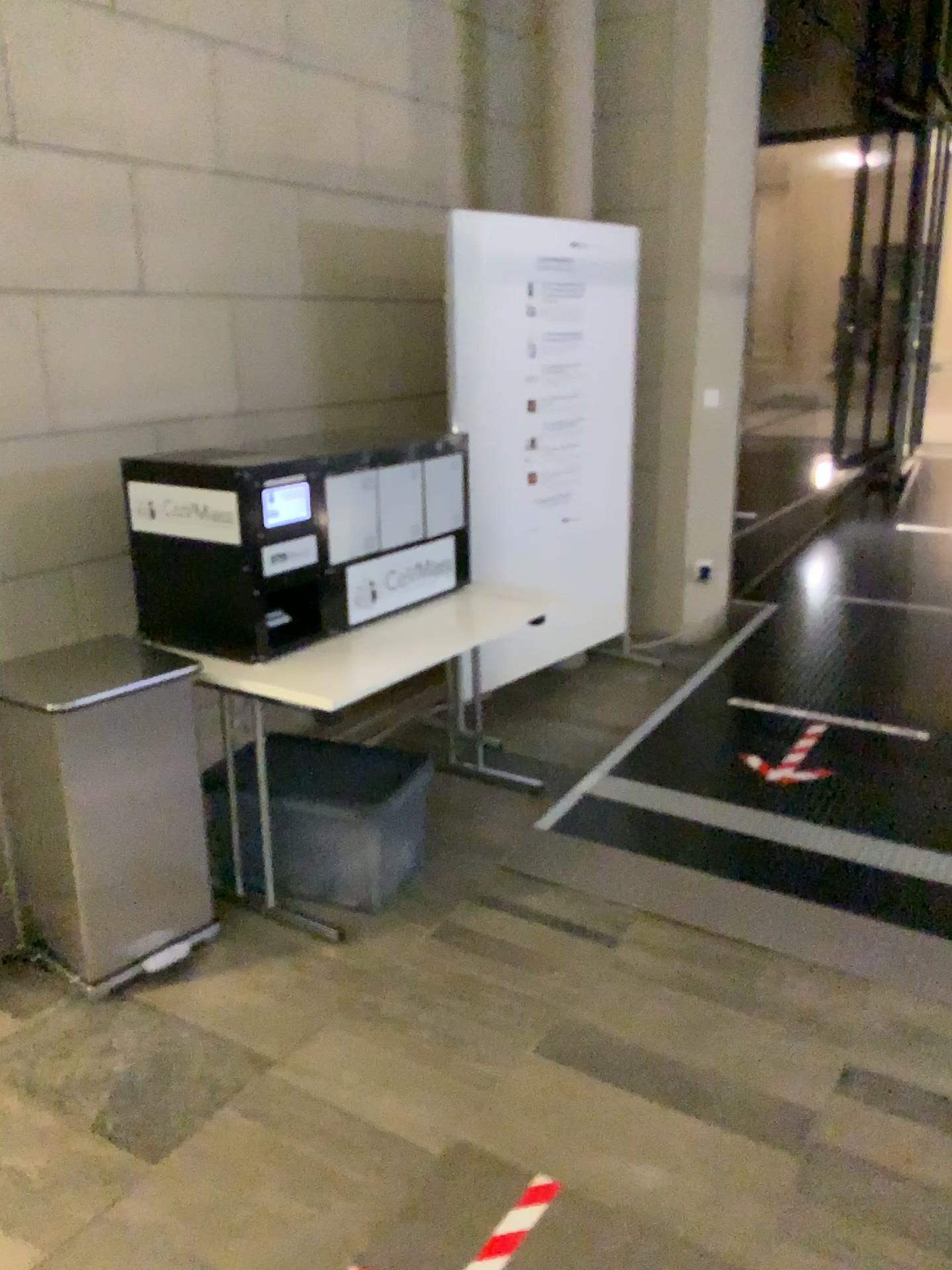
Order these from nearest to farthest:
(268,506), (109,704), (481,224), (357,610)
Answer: (109,704) < (268,506) < (357,610) < (481,224)

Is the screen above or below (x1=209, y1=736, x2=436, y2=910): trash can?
above

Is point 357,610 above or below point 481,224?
below

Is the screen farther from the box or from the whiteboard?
the whiteboard

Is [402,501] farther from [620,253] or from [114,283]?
[620,253]

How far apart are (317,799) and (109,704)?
0.7m

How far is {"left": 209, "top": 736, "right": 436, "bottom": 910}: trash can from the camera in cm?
284

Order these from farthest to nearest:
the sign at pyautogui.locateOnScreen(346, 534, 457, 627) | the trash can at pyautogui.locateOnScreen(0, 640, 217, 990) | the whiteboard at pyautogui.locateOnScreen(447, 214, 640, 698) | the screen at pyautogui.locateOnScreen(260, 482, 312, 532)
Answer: the whiteboard at pyautogui.locateOnScreen(447, 214, 640, 698) → the sign at pyautogui.locateOnScreen(346, 534, 457, 627) → the screen at pyautogui.locateOnScreen(260, 482, 312, 532) → the trash can at pyautogui.locateOnScreen(0, 640, 217, 990)

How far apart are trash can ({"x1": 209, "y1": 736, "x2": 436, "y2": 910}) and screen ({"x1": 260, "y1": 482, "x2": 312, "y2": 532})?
0.7m

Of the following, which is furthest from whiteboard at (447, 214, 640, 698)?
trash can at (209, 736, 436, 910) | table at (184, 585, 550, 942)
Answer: trash can at (209, 736, 436, 910)
